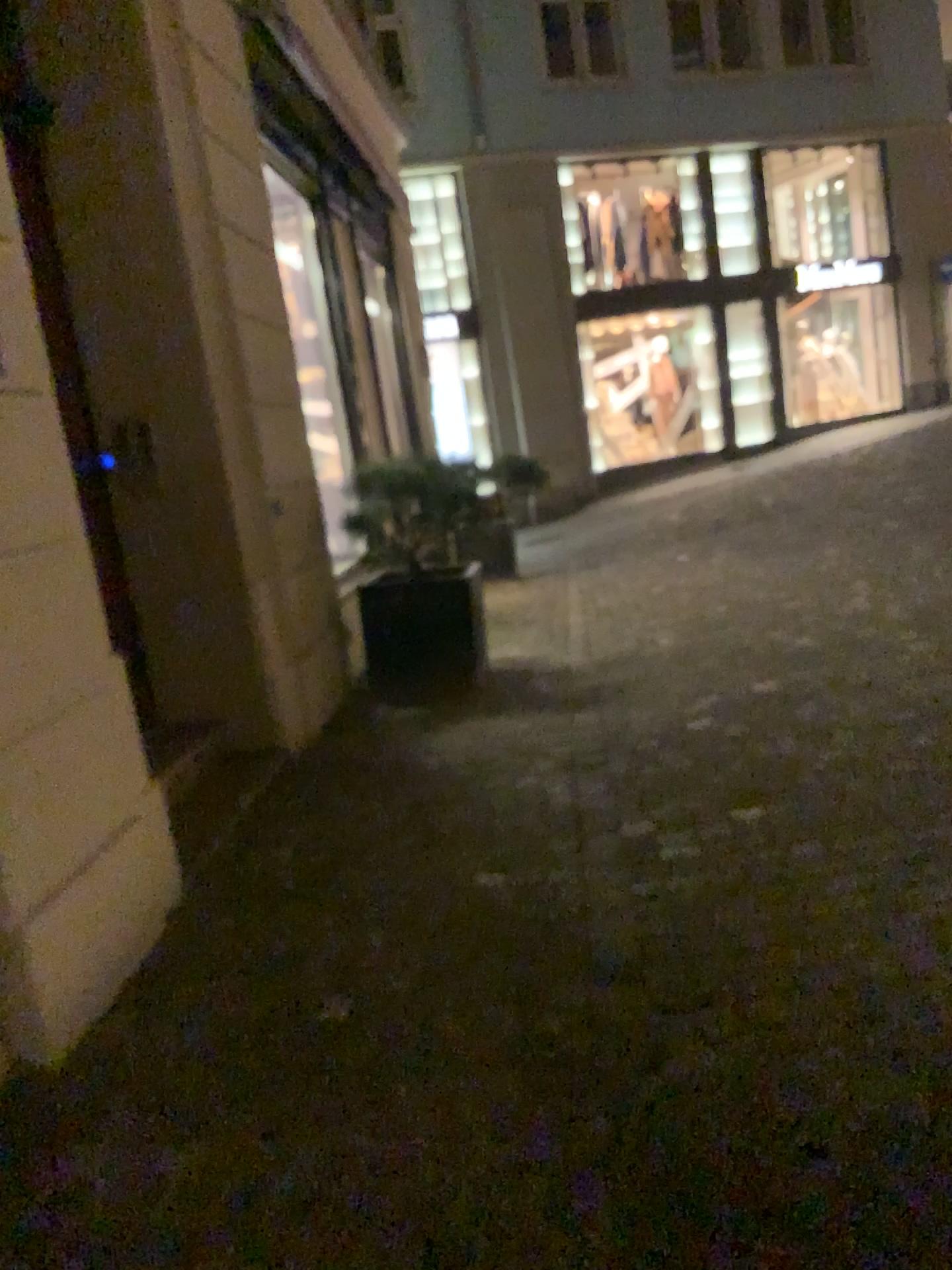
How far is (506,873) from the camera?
3.09m
